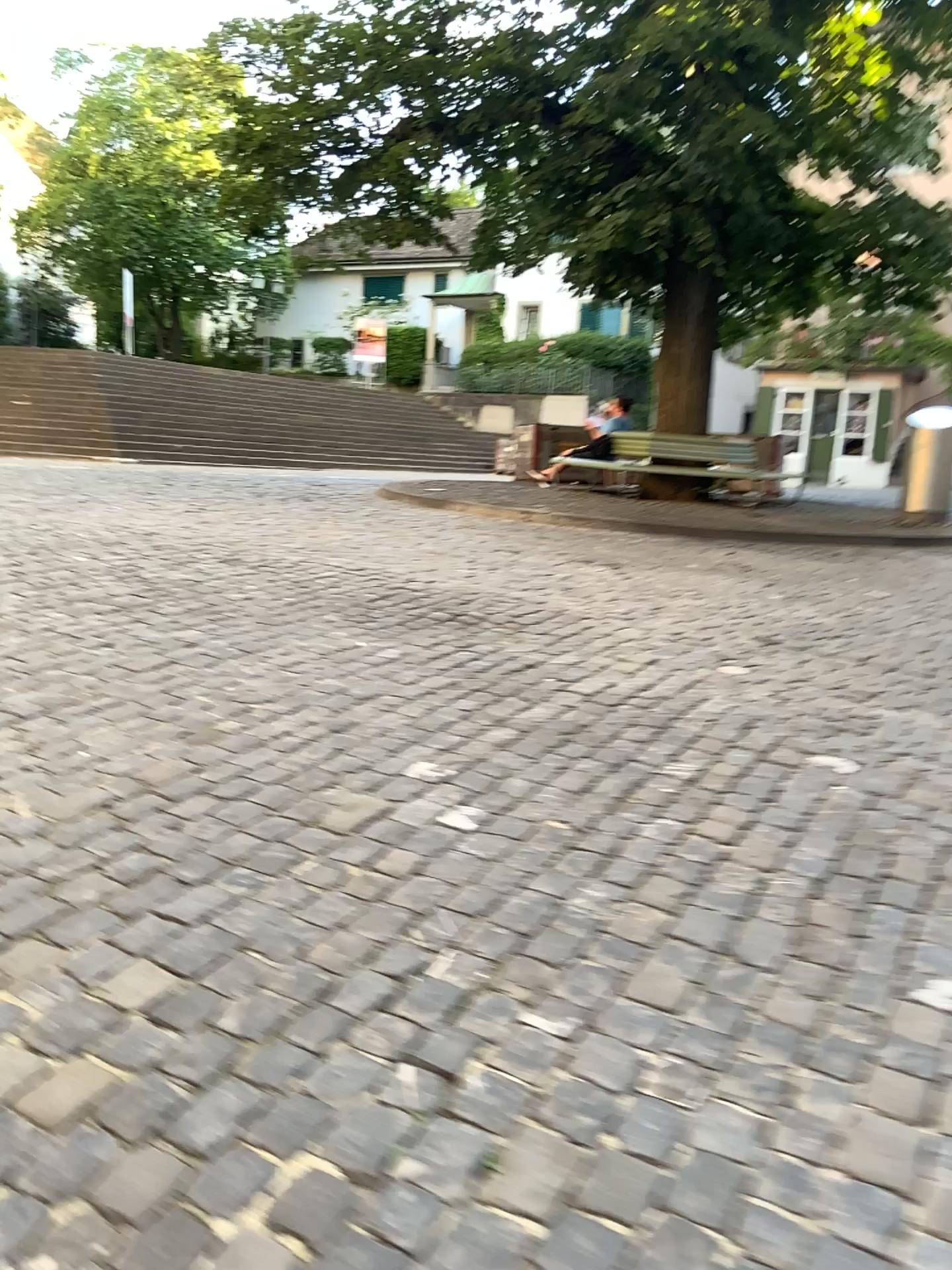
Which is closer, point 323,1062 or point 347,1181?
point 347,1181
